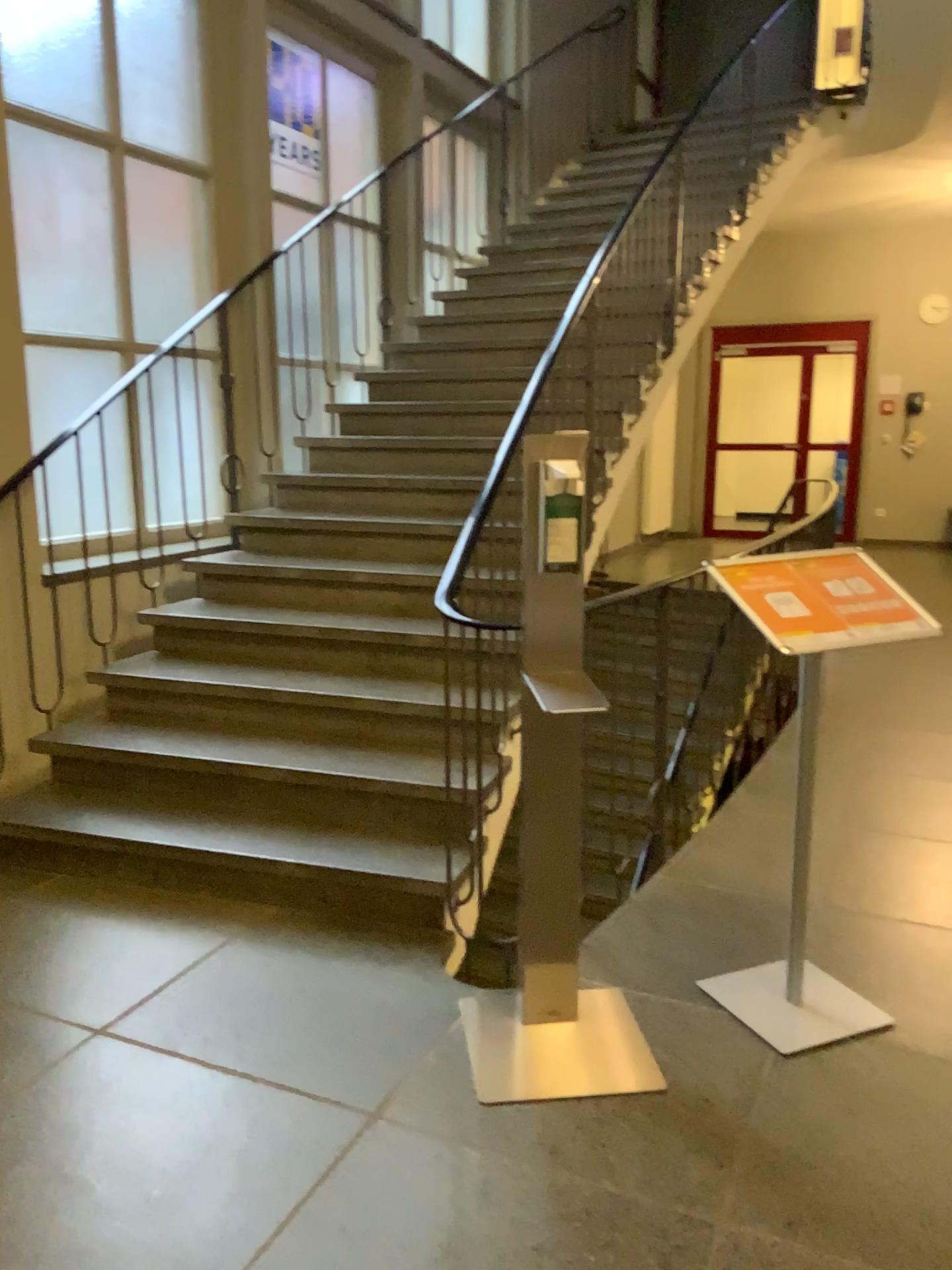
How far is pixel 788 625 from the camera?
2.20m

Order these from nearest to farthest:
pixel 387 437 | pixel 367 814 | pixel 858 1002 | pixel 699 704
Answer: pixel 858 1002 < pixel 367 814 < pixel 699 704 < pixel 387 437

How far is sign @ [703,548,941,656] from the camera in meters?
2.2
